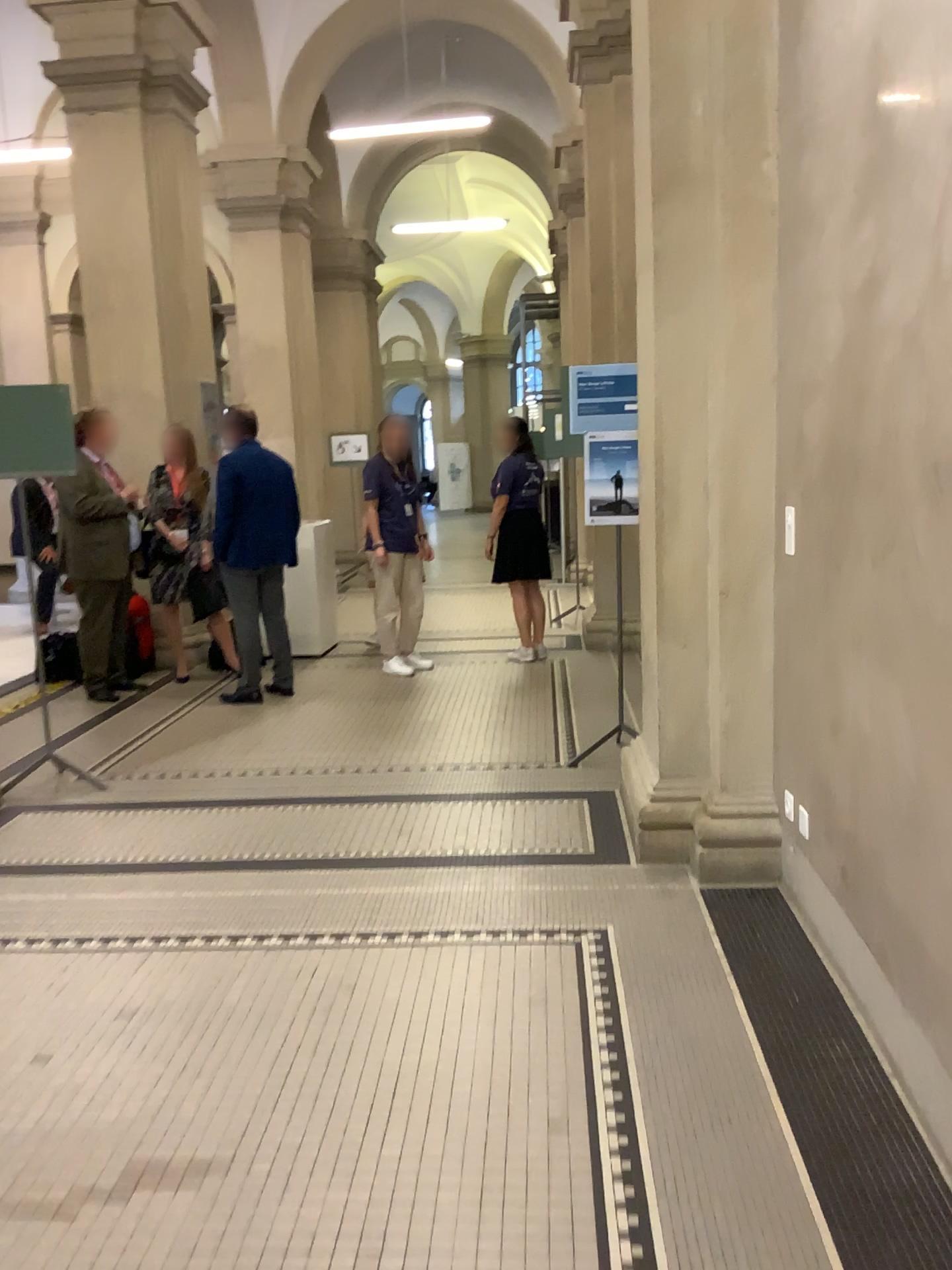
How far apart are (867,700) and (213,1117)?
1.7m
